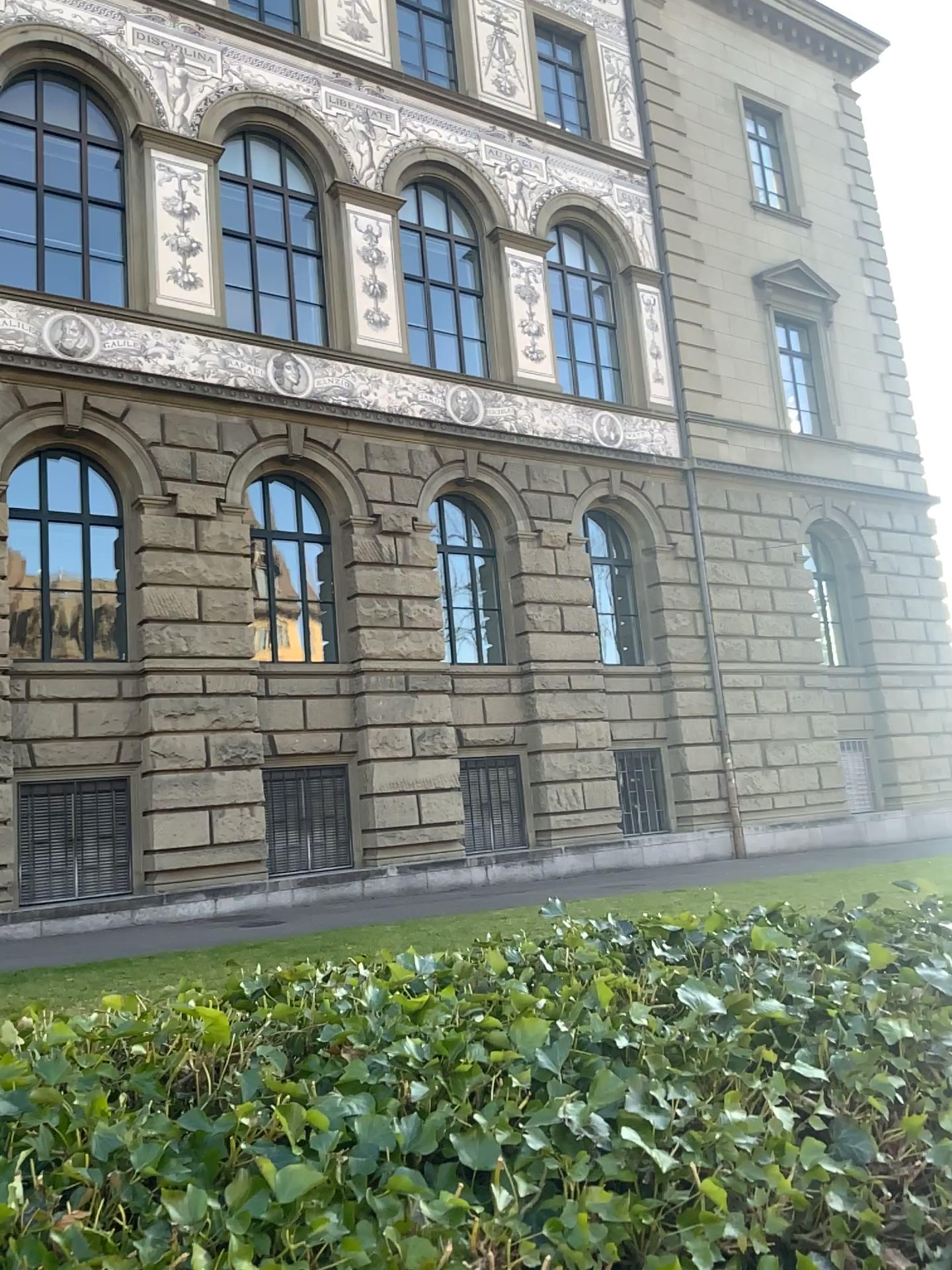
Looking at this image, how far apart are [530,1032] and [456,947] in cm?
28
